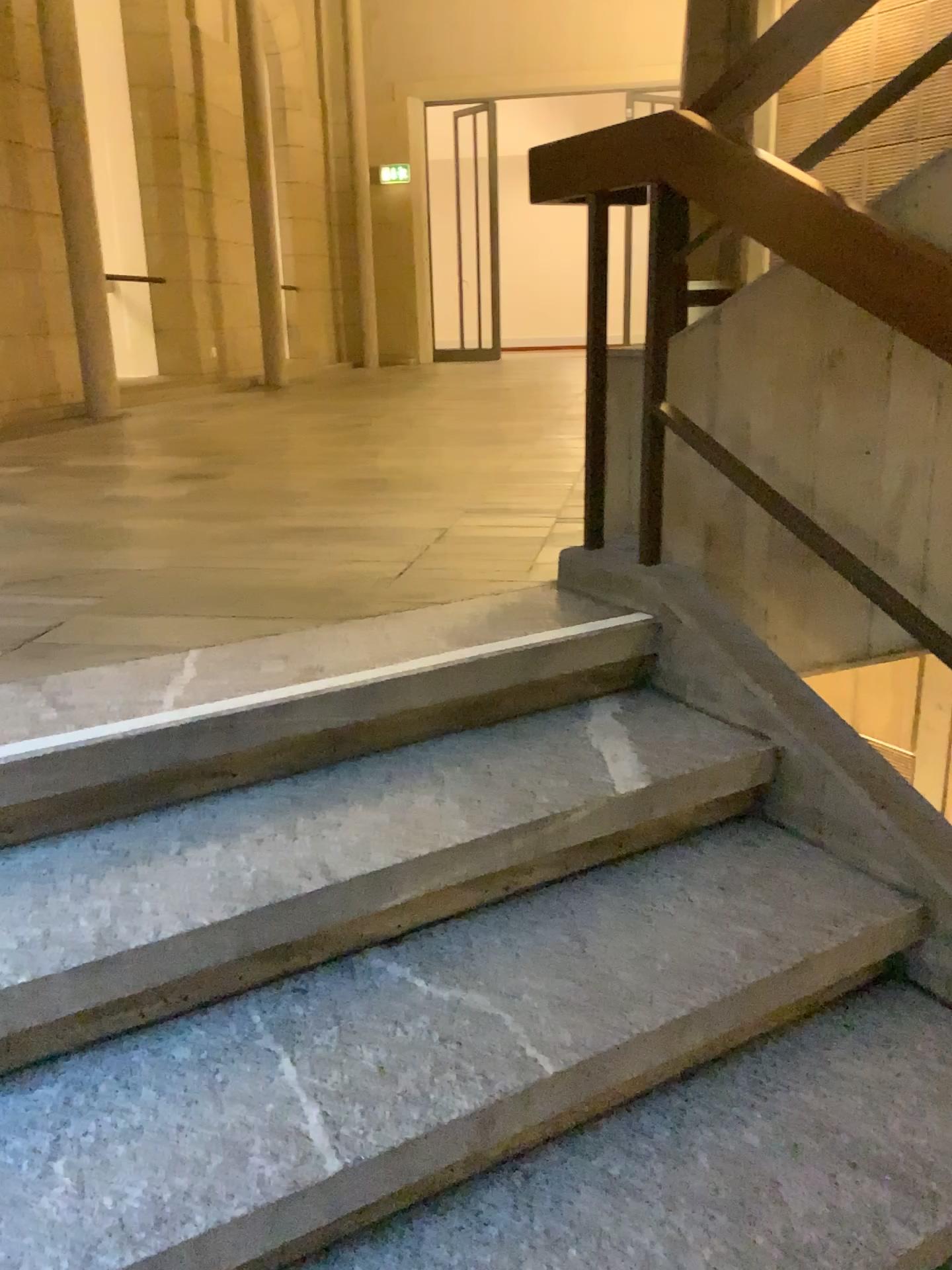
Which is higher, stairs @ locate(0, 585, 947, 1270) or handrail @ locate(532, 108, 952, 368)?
handrail @ locate(532, 108, 952, 368)

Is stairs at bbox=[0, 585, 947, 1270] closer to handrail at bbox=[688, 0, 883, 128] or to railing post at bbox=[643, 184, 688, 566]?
railing post at bbox=[643, 184, 688, 566]

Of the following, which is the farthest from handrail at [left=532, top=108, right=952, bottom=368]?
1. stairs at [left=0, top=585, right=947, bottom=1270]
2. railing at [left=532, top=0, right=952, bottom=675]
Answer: stairs at [left=0, top=585, right=947, bottom=1270]

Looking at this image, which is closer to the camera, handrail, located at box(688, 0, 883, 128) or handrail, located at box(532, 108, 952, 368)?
handrail, located at box(532, 108, 952, 368)

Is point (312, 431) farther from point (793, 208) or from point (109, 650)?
point (793, 208)

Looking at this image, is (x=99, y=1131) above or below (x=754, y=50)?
below

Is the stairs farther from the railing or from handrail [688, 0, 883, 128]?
handrail [688, 0, 883, 128]

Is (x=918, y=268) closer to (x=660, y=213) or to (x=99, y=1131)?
(x=660, y=213)

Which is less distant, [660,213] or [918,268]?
[918,268]

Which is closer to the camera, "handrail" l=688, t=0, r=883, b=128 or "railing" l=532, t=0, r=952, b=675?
"railing" l=532, t=0, r=952, b=675
